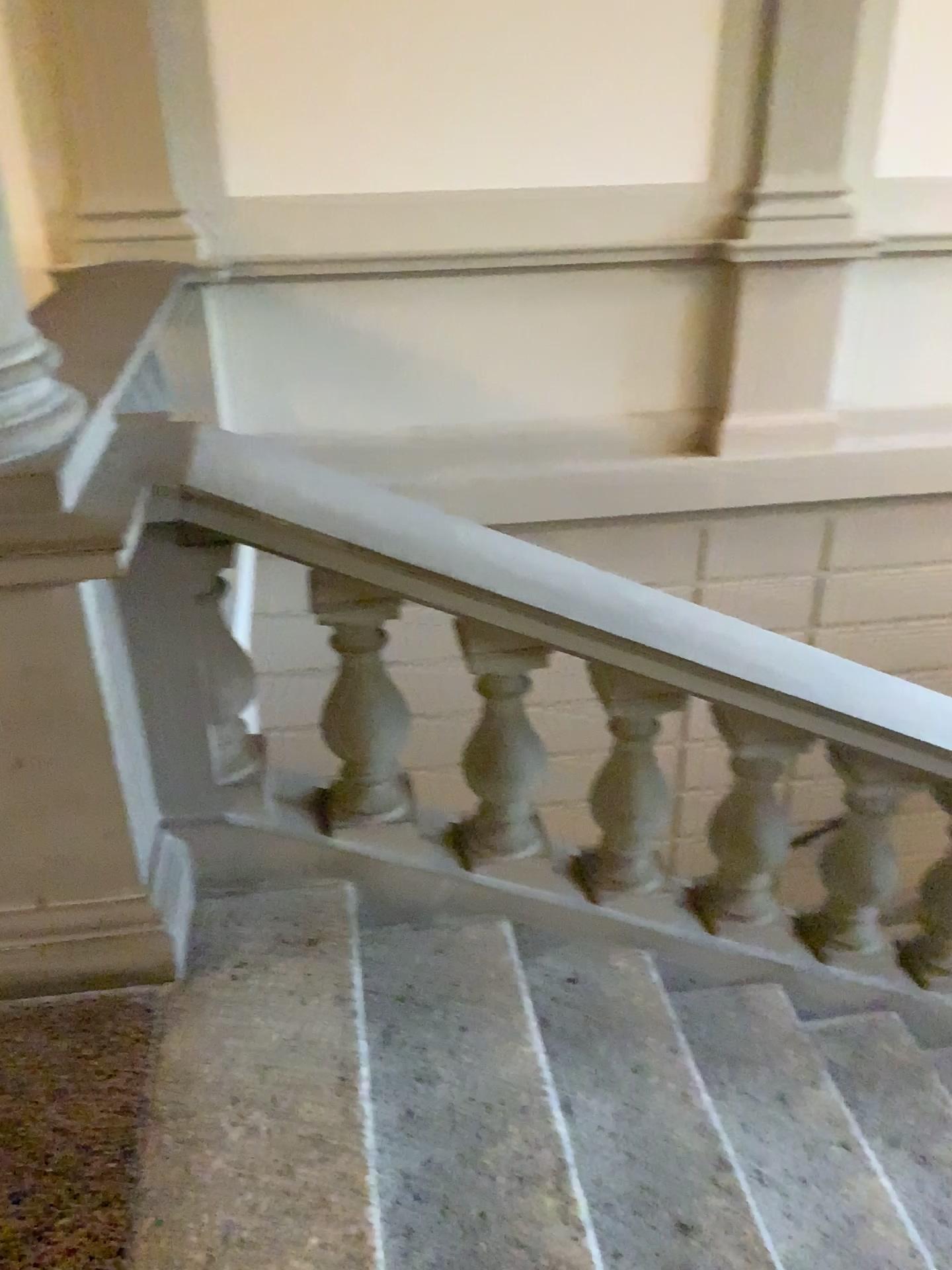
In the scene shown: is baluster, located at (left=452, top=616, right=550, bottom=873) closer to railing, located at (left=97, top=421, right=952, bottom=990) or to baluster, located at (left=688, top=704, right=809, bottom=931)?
railing, located at (left=97, top=421, right=952, bottom=990)

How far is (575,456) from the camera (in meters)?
4.63

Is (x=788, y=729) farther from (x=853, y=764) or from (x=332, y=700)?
(x=332, y=700)

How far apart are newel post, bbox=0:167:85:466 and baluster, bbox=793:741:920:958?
1.7m

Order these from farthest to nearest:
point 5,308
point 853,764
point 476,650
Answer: point 853,764
point 476,650
point 5,308

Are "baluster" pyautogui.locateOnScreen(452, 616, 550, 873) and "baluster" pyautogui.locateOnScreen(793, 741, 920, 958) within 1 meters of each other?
yes

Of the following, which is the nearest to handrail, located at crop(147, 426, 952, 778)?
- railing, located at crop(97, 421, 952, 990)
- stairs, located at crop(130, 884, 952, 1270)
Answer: railing, located at crop(97, 421, 952, 990)

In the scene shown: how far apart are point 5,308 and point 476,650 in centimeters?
100cm

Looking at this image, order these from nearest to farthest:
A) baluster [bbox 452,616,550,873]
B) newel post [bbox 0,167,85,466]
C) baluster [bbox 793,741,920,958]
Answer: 1. newel post [bbox 0,167,85,466]
2. baluster [bbox 452,616,550,873]
3. baluster [bbox 793,741,920,958]

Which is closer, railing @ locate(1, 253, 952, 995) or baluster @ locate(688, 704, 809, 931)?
railing @ locate(1, 253, 952, 995)
